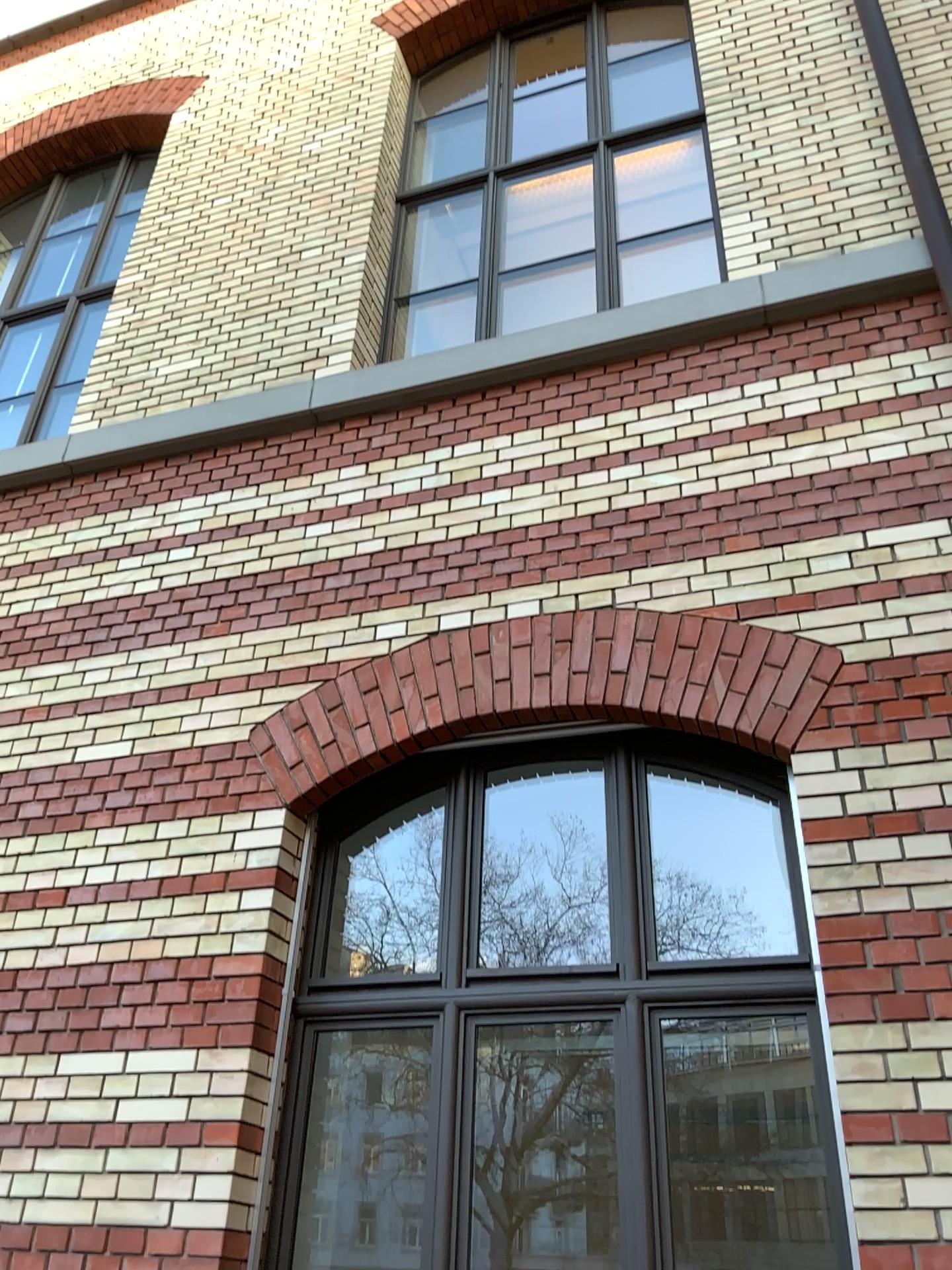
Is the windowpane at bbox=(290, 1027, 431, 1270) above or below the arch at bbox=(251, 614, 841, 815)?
below

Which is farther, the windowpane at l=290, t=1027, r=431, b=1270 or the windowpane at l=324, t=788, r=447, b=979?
the windowpane at l=324, t=788, r=447, b=979

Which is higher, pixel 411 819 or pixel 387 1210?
pixel 411 819

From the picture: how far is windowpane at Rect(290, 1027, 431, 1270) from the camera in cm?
361

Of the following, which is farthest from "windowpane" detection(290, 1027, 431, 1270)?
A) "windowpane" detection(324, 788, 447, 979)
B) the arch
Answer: the arch

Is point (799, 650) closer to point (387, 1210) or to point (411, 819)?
point (411, 819)

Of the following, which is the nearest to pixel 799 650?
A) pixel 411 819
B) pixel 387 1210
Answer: pixel 411 819

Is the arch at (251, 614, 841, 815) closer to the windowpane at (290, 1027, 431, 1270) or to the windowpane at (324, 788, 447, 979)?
the windowpane at (324, 788, 447, 979)

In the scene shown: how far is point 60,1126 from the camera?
3.3m
